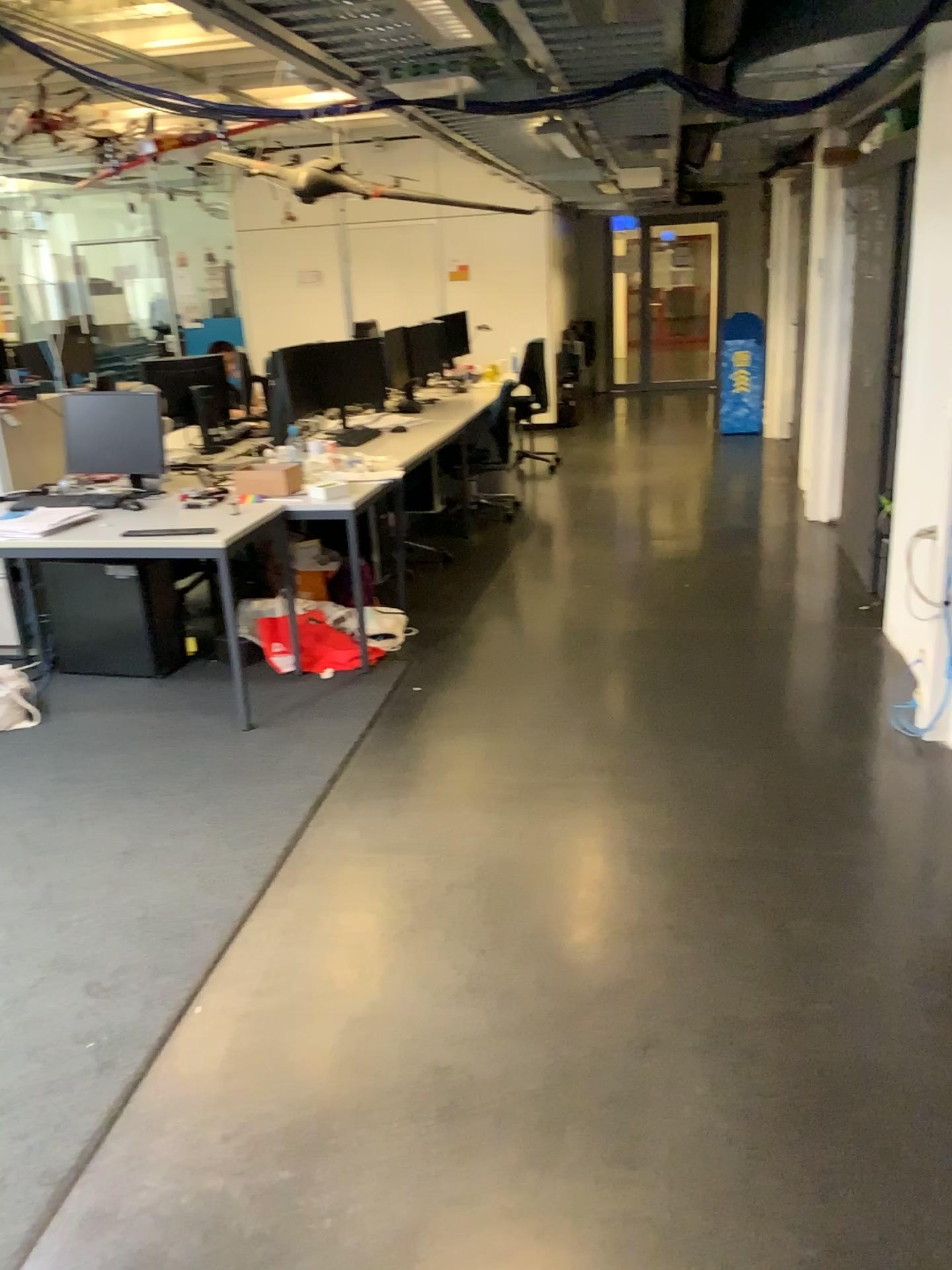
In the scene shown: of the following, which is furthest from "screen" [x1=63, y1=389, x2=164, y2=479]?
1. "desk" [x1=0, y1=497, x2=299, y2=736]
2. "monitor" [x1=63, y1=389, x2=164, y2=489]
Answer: "desk" [x1=0, y1=497, x2=299, y2=736]

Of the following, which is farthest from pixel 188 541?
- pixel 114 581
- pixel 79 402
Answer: pixel 79 402

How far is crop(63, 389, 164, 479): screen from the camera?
4.48m

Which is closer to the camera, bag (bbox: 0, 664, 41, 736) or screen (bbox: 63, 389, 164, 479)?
bag (bbox: 0, 664, 41, 736)

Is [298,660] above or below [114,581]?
below

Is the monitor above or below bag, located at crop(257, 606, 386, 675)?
above

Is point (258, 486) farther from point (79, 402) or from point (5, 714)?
point (5, 714)

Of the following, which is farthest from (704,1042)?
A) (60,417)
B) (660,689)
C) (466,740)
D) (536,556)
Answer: (536,556)

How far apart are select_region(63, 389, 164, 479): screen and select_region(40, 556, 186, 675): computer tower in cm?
50

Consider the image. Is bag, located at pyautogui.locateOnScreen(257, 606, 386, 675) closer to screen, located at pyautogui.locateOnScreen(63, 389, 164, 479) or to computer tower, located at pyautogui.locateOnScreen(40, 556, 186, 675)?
computer tower, located at pyautogui.locateOnScreen(40, 556, 186, 675)
